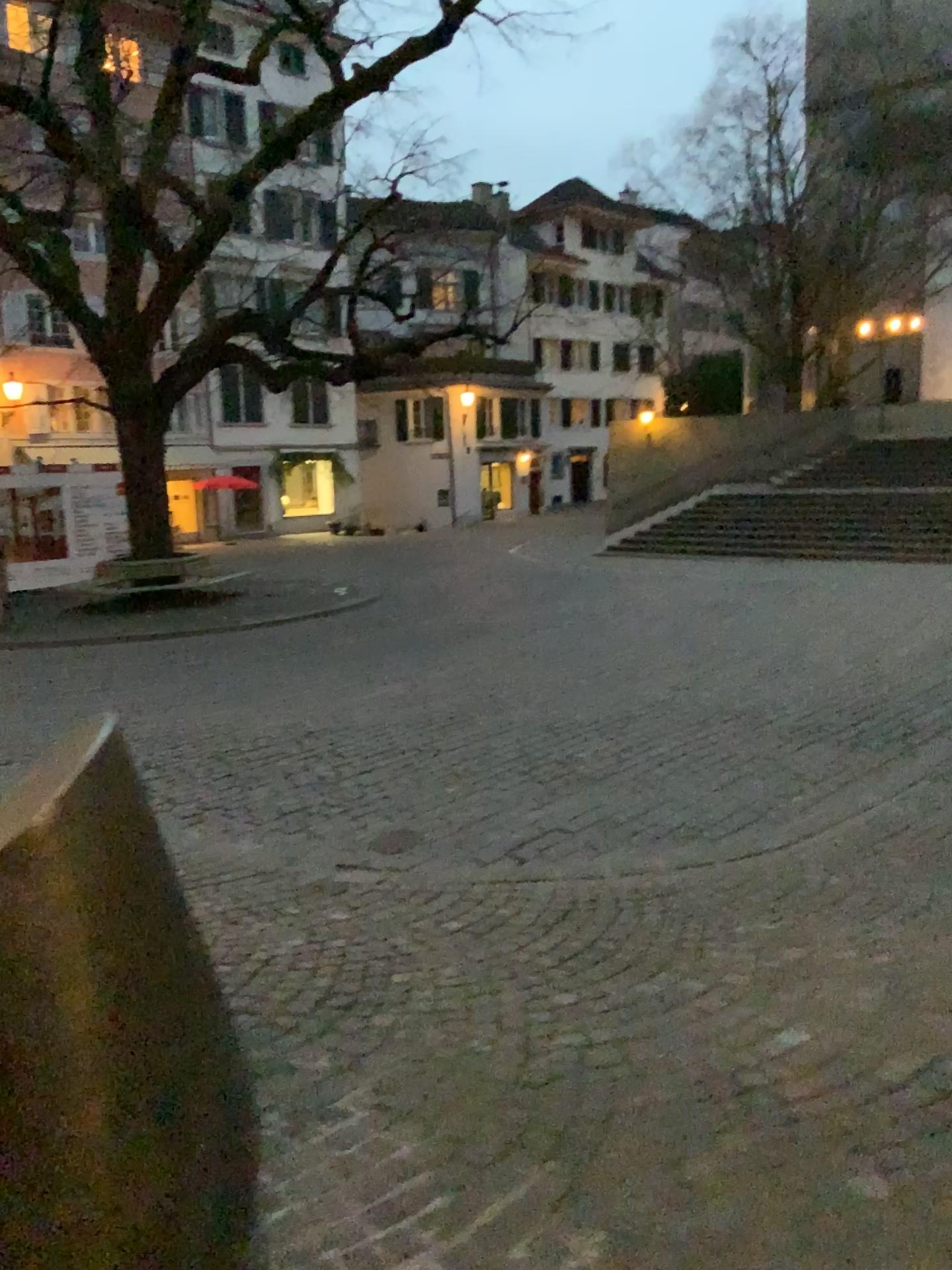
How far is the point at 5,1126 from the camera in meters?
1.6

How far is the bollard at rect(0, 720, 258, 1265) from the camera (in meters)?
1.56

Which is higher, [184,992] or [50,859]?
[50,859]
